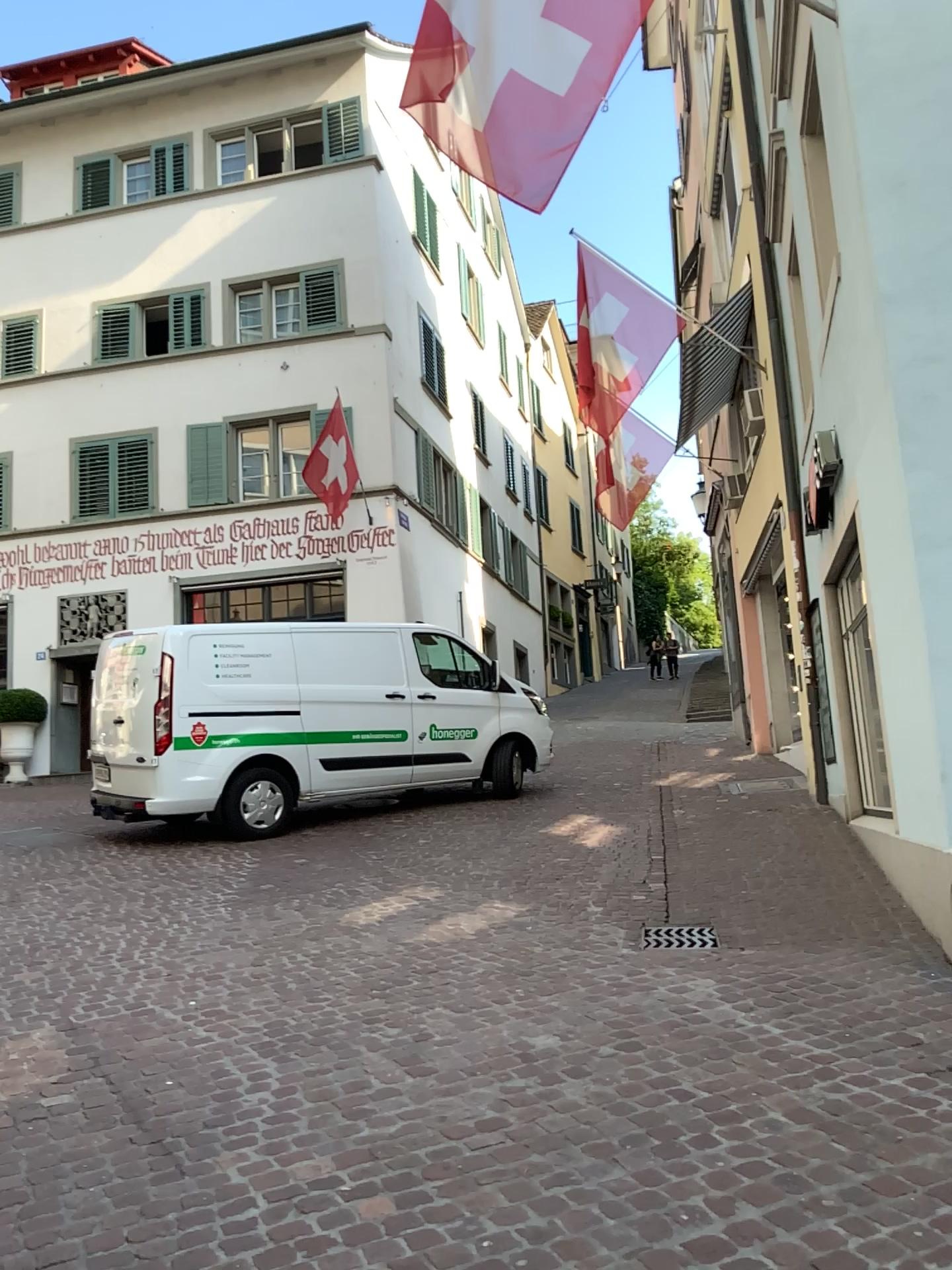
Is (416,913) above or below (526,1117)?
above
